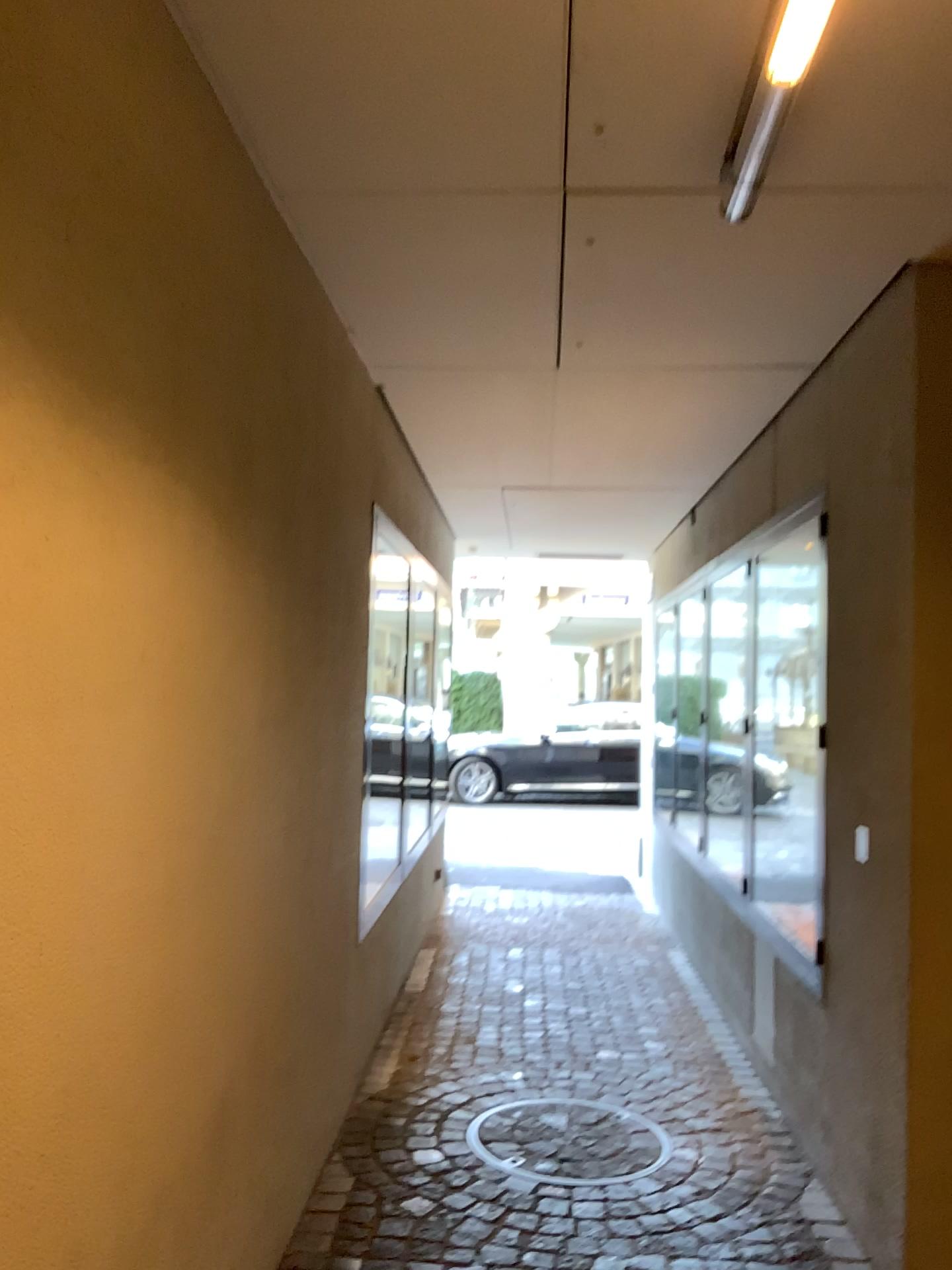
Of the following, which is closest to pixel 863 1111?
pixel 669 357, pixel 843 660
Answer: pixel 843 660

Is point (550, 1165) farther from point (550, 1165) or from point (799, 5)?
point (799, 5)

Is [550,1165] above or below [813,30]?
below

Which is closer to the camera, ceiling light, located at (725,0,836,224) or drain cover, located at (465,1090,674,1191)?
ceiling light, located at (725,0,836,224)

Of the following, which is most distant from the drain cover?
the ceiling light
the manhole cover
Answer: the ceiling light

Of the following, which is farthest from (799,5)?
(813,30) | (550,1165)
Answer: (550,1165)

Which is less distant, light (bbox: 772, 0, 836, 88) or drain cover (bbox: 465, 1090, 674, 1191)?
light (bbox: 772, 0, 836, 88)

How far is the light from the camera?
1.6 meters

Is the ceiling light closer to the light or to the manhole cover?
the light

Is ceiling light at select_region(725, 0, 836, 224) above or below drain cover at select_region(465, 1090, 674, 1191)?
above
